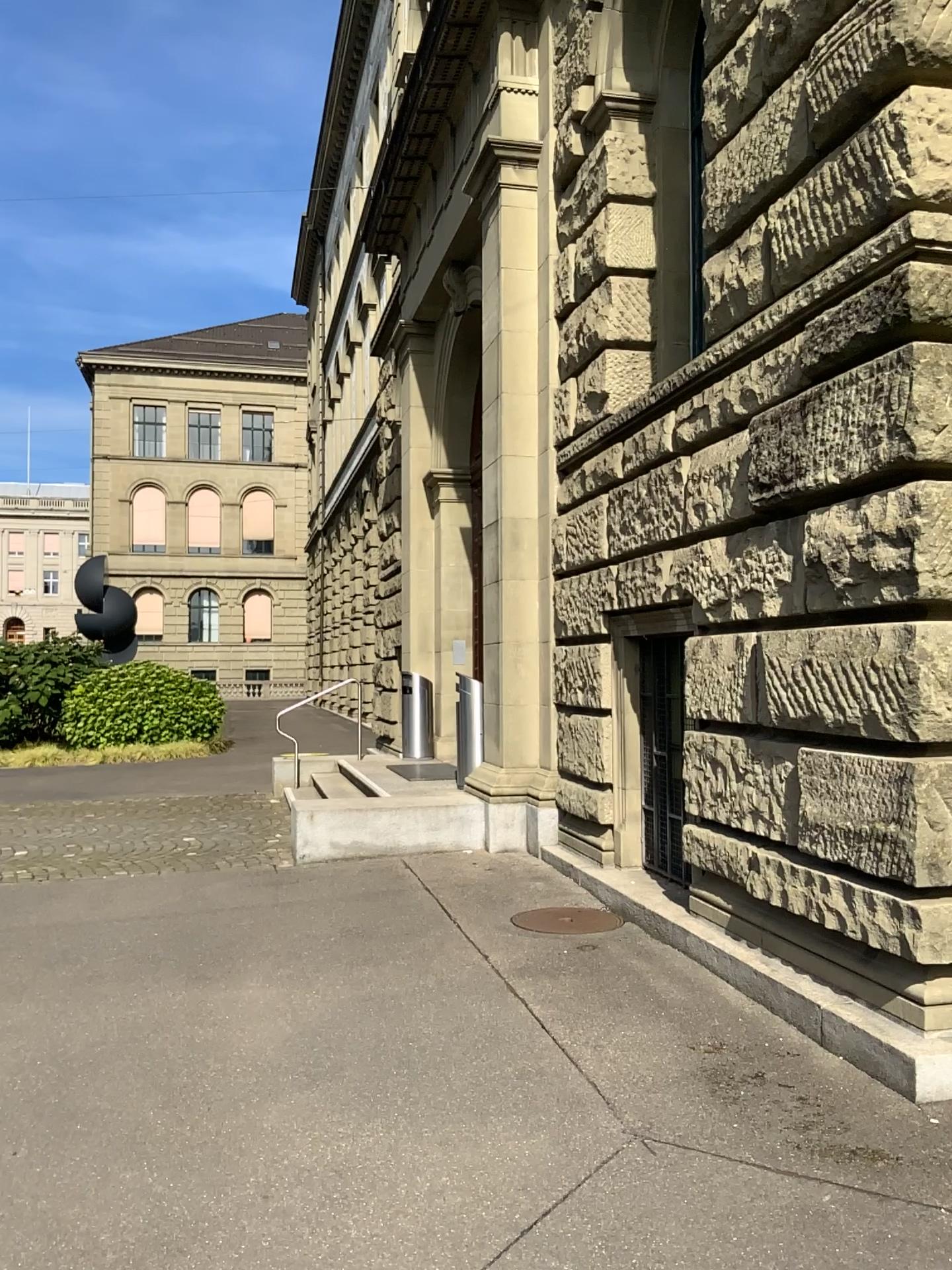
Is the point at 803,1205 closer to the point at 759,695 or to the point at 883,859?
the point at 883,859
